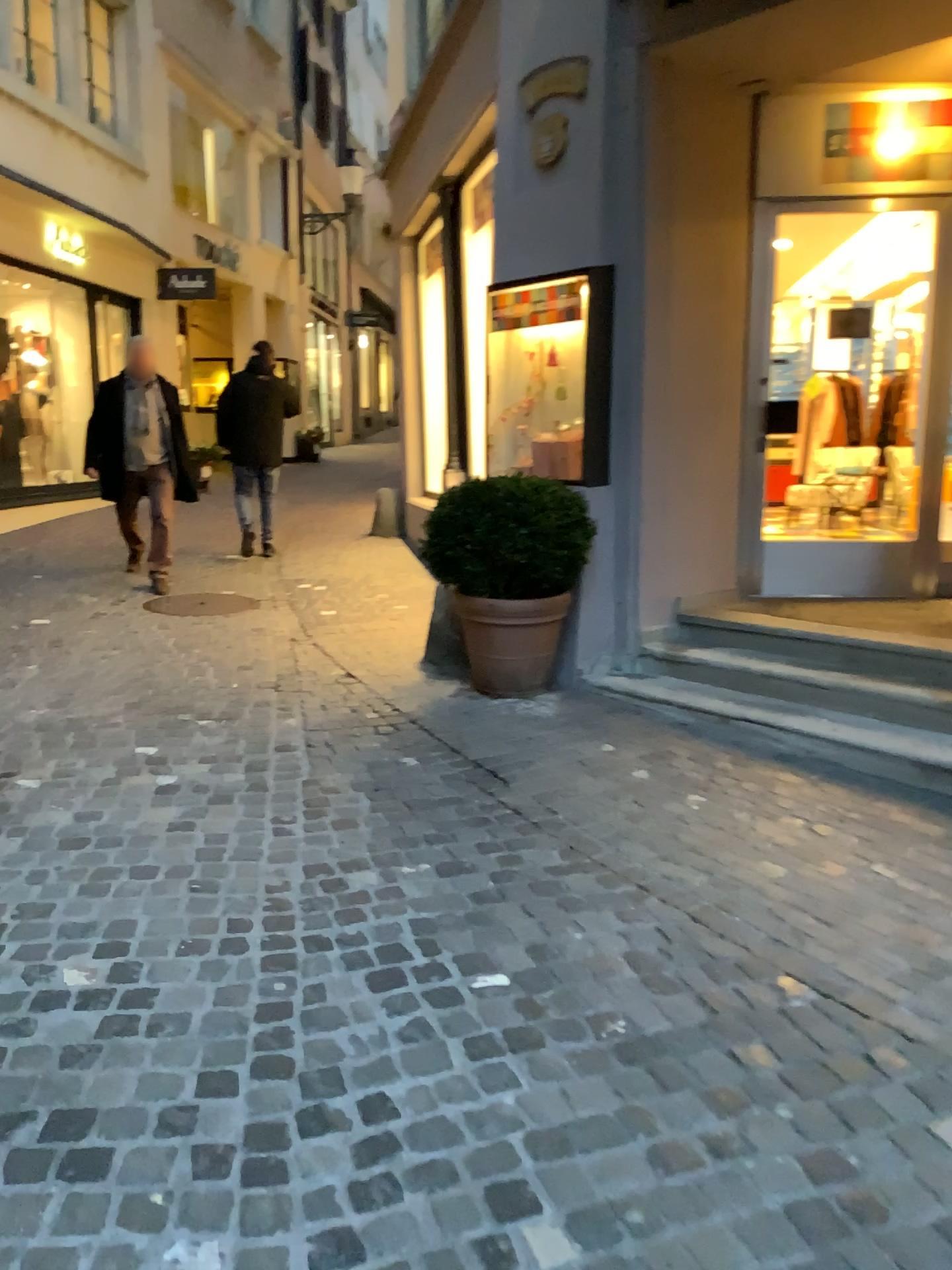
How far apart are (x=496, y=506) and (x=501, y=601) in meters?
0.4

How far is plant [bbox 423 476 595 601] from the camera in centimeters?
450cm

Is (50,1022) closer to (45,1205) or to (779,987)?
(45,1205)

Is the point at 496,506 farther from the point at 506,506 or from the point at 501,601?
the point at 501,601

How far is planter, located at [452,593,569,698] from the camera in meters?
4.6

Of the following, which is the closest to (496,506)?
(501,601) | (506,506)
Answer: (506,506)

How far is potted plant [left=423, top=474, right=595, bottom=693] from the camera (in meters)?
4.51
